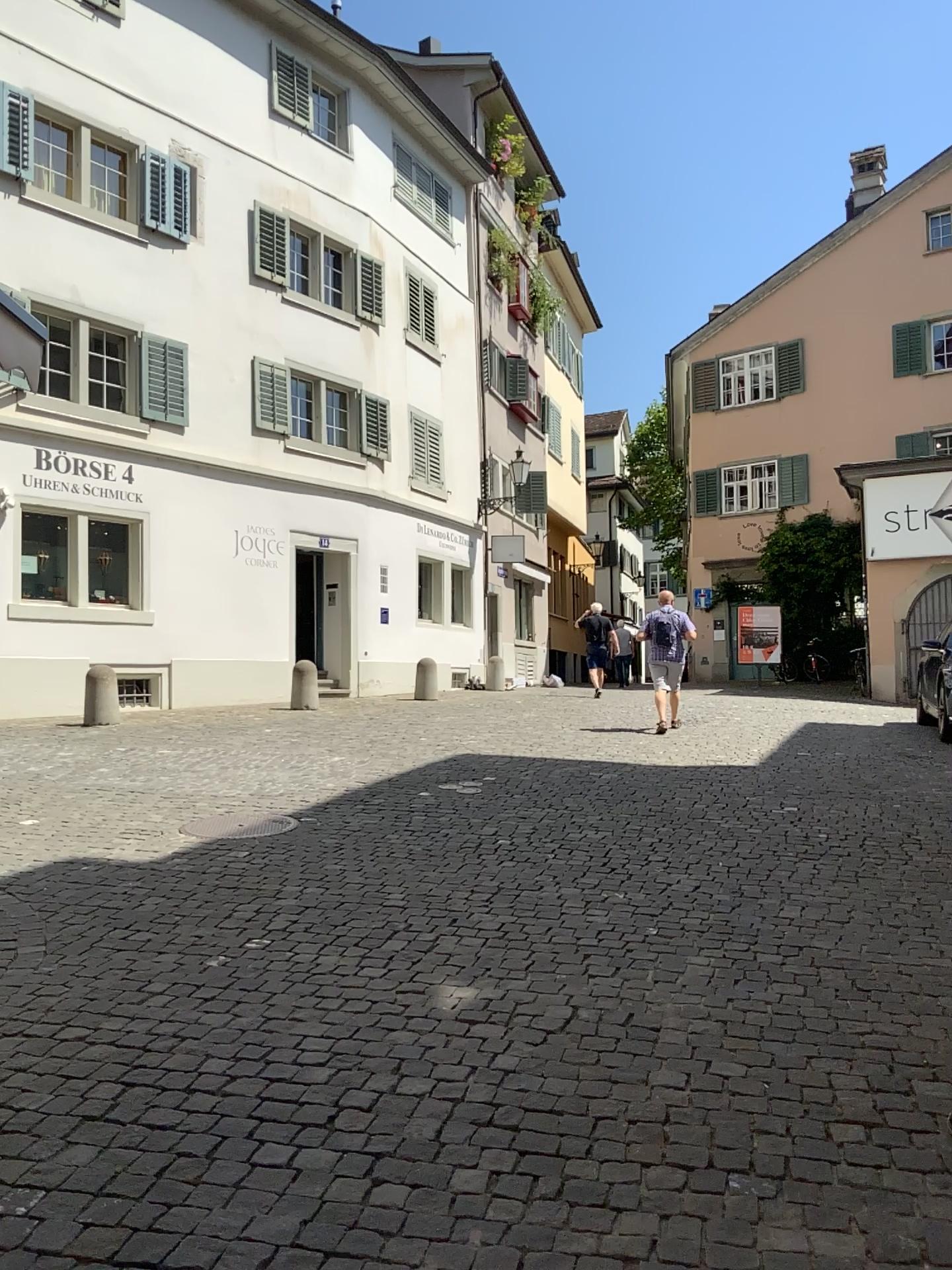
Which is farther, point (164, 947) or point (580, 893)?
point (580, 893)
